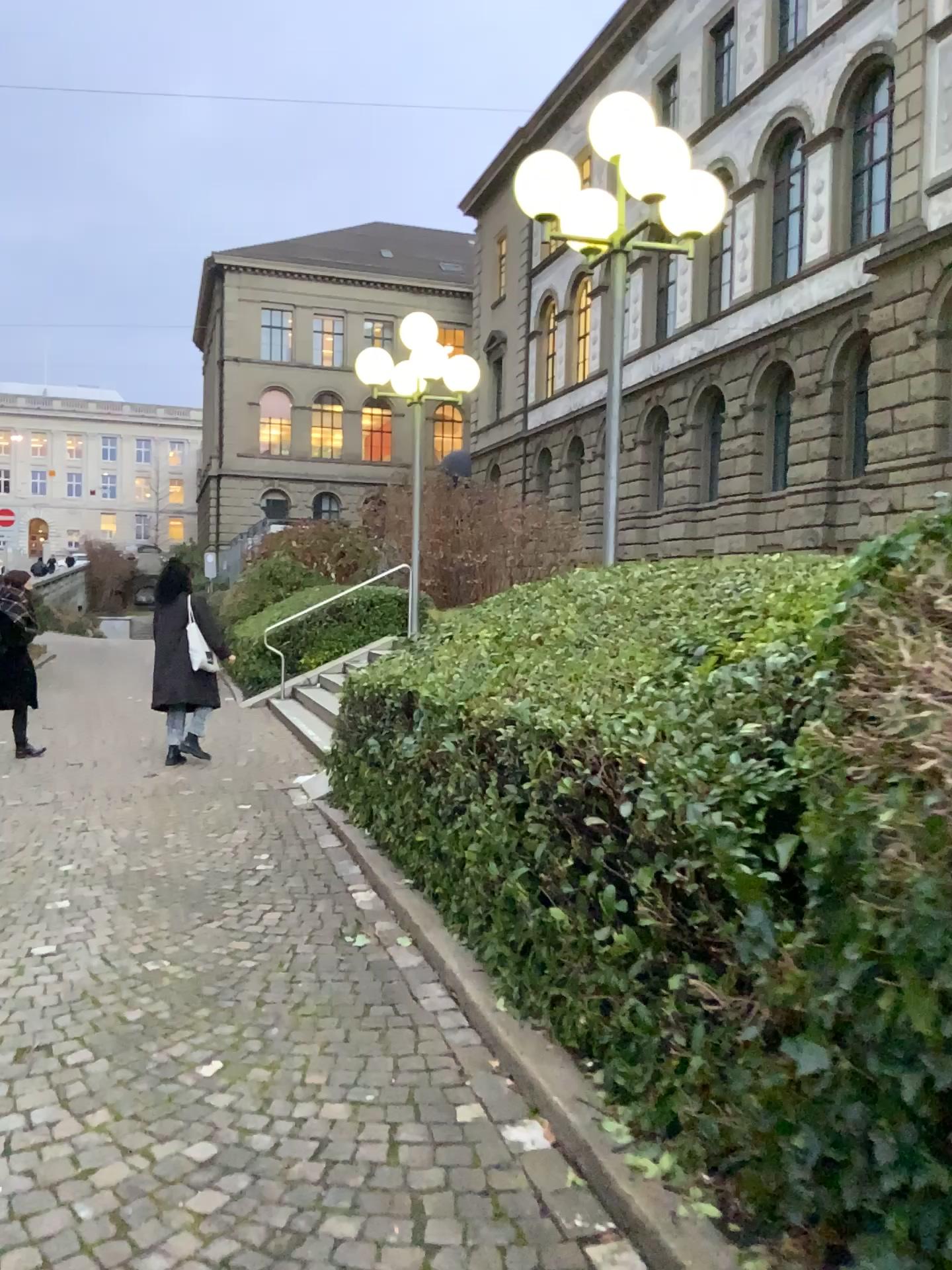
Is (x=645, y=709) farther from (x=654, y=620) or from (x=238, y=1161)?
(x=238, y=1161)
